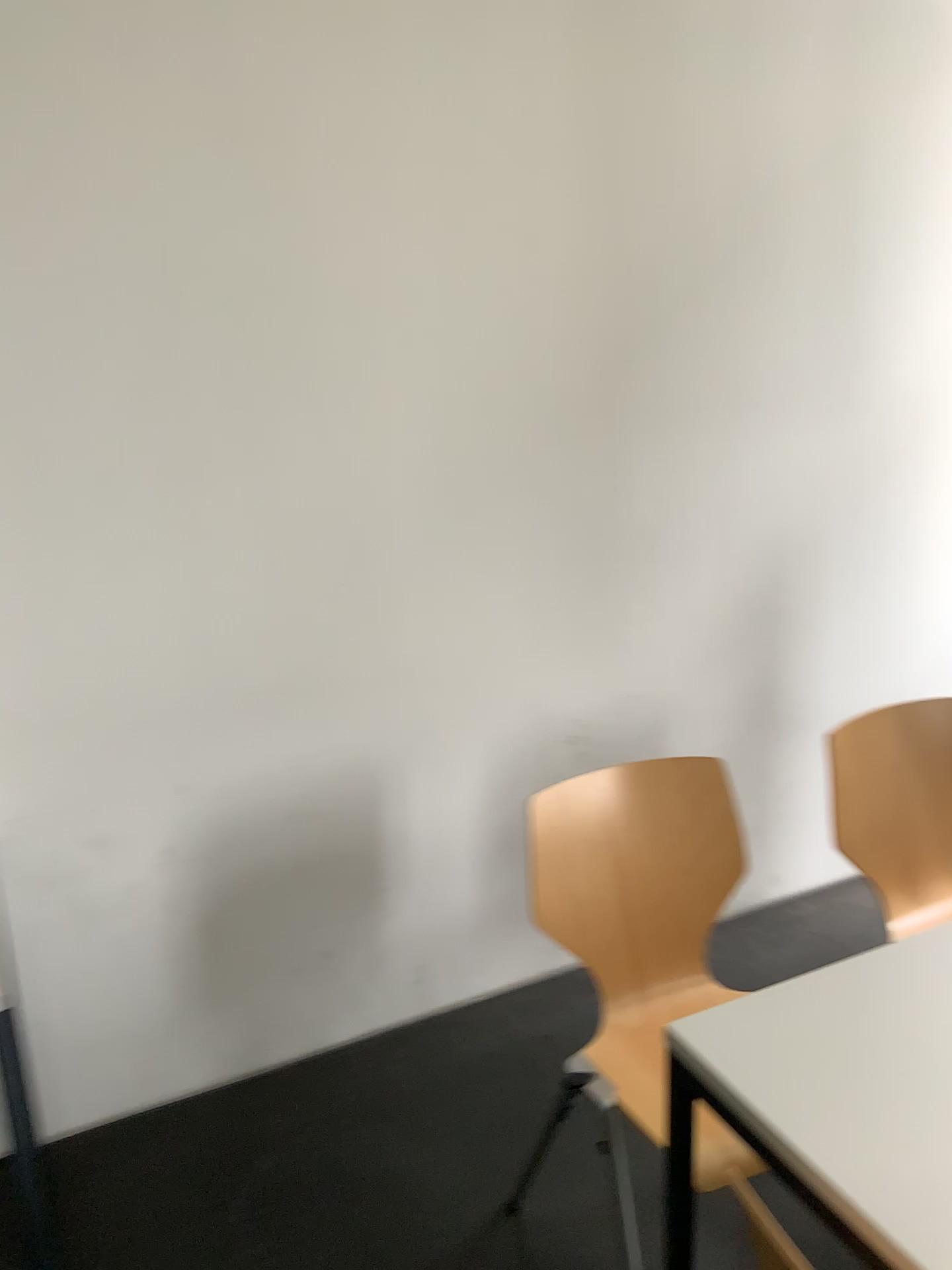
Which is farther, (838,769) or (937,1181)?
(838,769)

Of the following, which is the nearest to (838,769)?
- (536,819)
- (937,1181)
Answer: (536,819)

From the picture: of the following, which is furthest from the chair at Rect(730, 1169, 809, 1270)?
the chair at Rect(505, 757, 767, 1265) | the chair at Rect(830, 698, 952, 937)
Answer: the chair at Rect(830, 698, 952, 937)

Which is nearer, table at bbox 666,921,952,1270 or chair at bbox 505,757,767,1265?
table at bbox 666,921,952,1270

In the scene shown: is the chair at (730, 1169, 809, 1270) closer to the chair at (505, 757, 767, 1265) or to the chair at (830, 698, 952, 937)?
the chair at (505, 757, 767, 1265)

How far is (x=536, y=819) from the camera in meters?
1.8

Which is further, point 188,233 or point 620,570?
point 620,570

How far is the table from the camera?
1.1 meters

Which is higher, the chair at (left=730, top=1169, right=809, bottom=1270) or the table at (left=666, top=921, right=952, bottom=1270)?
the table at (left=666, top=921, right=952, bottom=1270)

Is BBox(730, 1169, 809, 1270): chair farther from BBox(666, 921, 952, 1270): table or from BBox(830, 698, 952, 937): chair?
BBox(830, 698, 952, 937): chair
